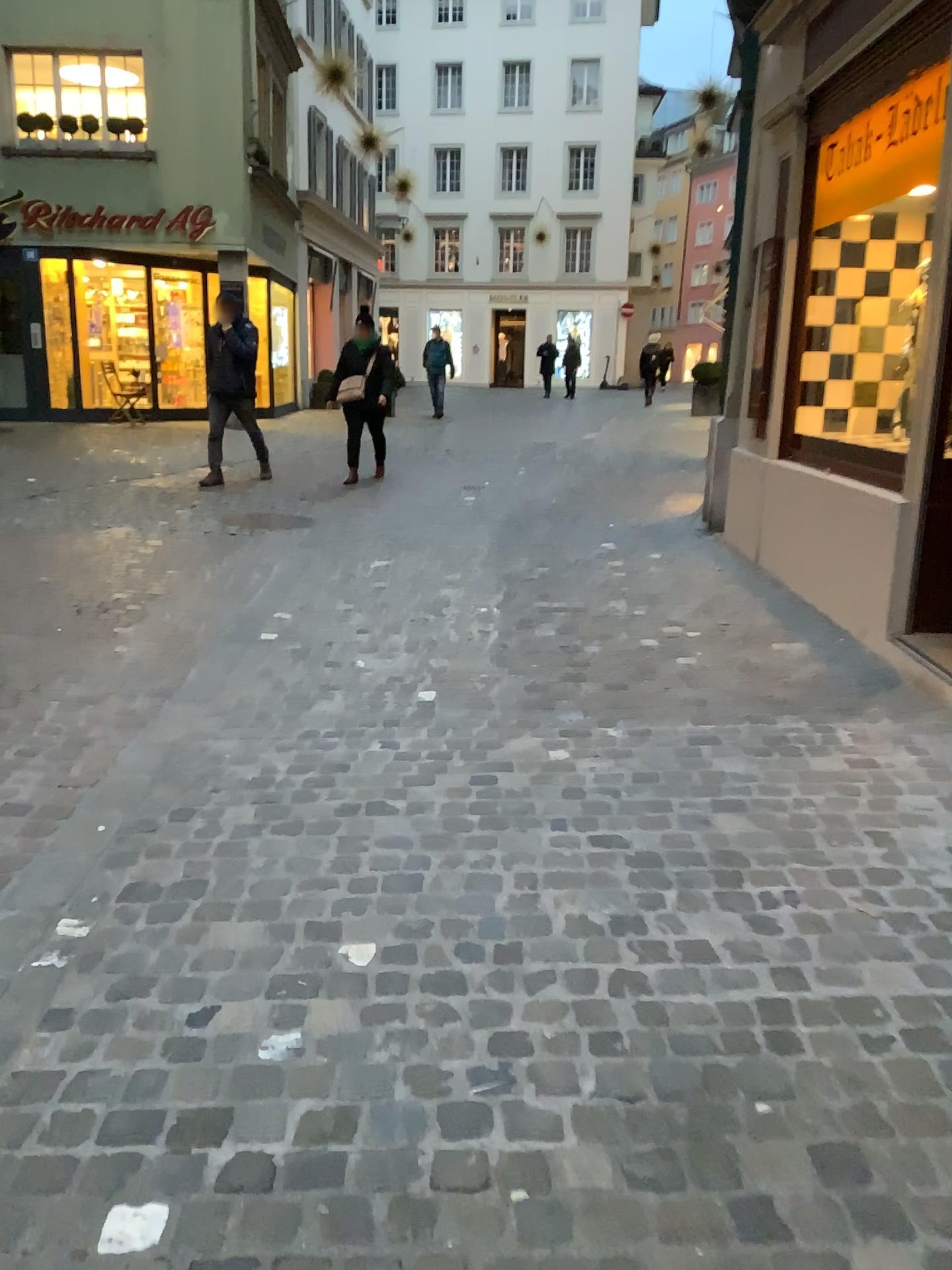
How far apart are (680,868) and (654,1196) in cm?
105
